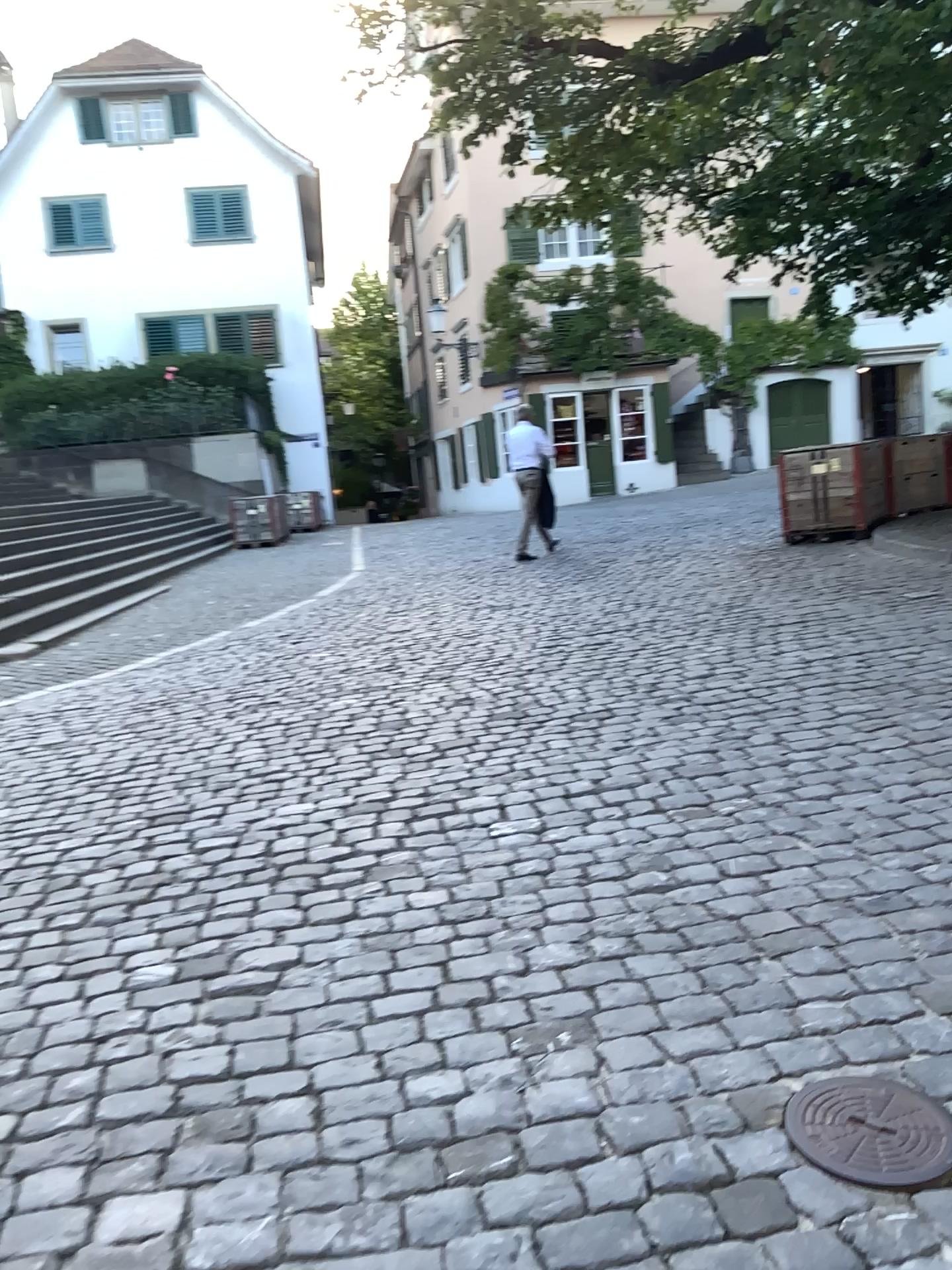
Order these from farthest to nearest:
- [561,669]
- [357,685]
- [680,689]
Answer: [357,685]
[561,669]
[680,689]

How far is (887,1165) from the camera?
1.8m

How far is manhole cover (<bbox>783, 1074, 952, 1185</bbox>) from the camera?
1.84m
